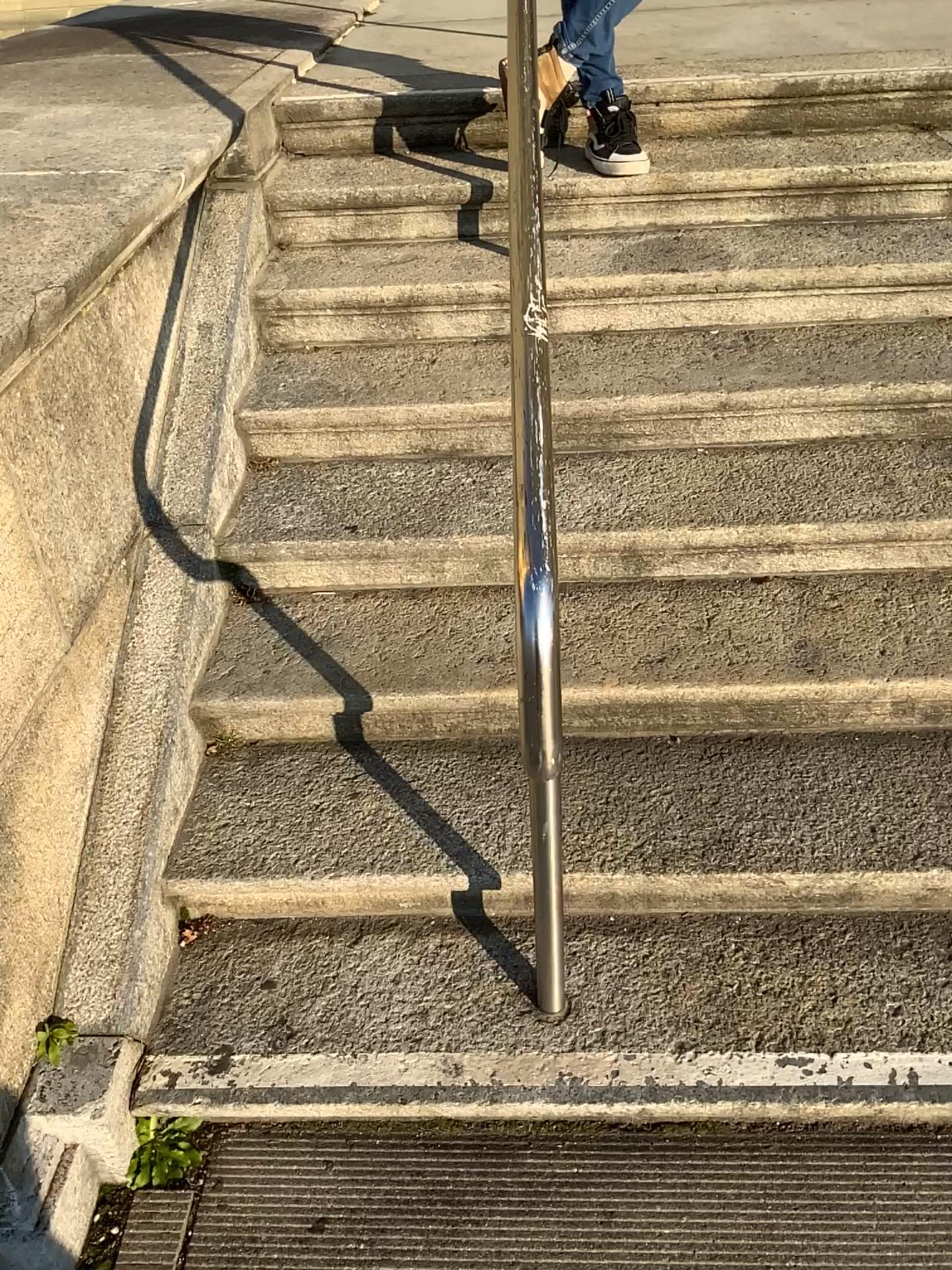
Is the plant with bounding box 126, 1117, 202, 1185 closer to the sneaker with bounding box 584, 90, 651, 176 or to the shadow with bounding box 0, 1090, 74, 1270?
the shadow with bounding box 0, 1090, 74, 1270

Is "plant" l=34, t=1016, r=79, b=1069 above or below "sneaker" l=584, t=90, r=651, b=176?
below

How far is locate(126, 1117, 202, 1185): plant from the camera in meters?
1.5

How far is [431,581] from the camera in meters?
2.1

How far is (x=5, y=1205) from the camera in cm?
140

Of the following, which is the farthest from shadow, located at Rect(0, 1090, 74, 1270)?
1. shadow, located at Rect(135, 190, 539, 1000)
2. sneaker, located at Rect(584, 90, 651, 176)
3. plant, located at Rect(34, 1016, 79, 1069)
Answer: sneaker, located at Rect(584, 90, 651, 176)

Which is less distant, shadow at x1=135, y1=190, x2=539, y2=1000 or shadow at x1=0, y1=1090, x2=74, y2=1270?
shadow at x1=0, y1=1090, x2=74, y2=1270

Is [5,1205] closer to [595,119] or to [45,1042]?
[45,1042]

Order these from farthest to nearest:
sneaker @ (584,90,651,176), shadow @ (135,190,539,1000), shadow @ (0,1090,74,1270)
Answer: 1. sneaker @ (584,90,651,176)
2. shadow @ (135,190,539,1000)
3. shadow @ (0,1090,74,1270)

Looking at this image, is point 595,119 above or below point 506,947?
above
